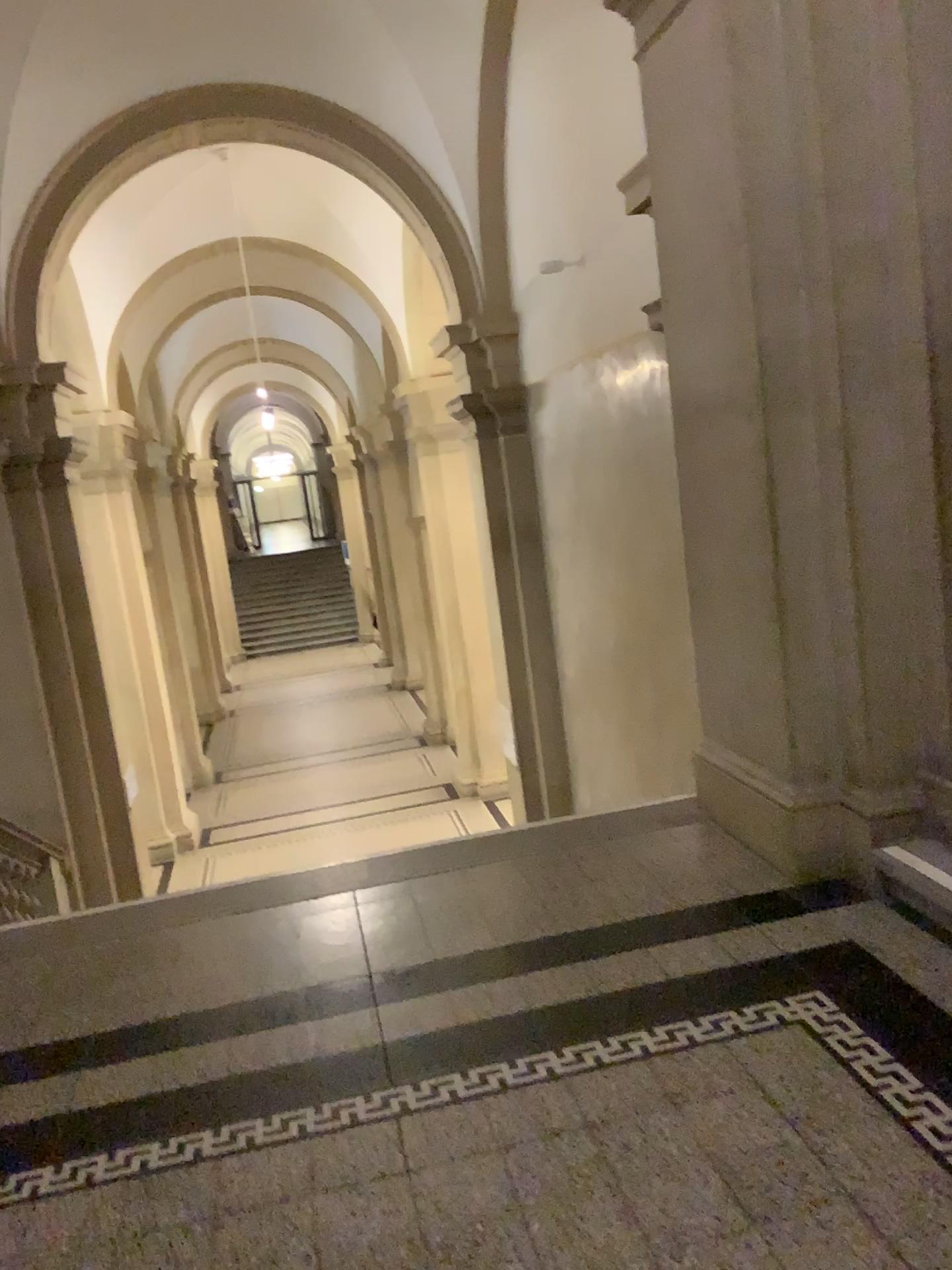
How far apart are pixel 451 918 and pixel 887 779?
1.45m
